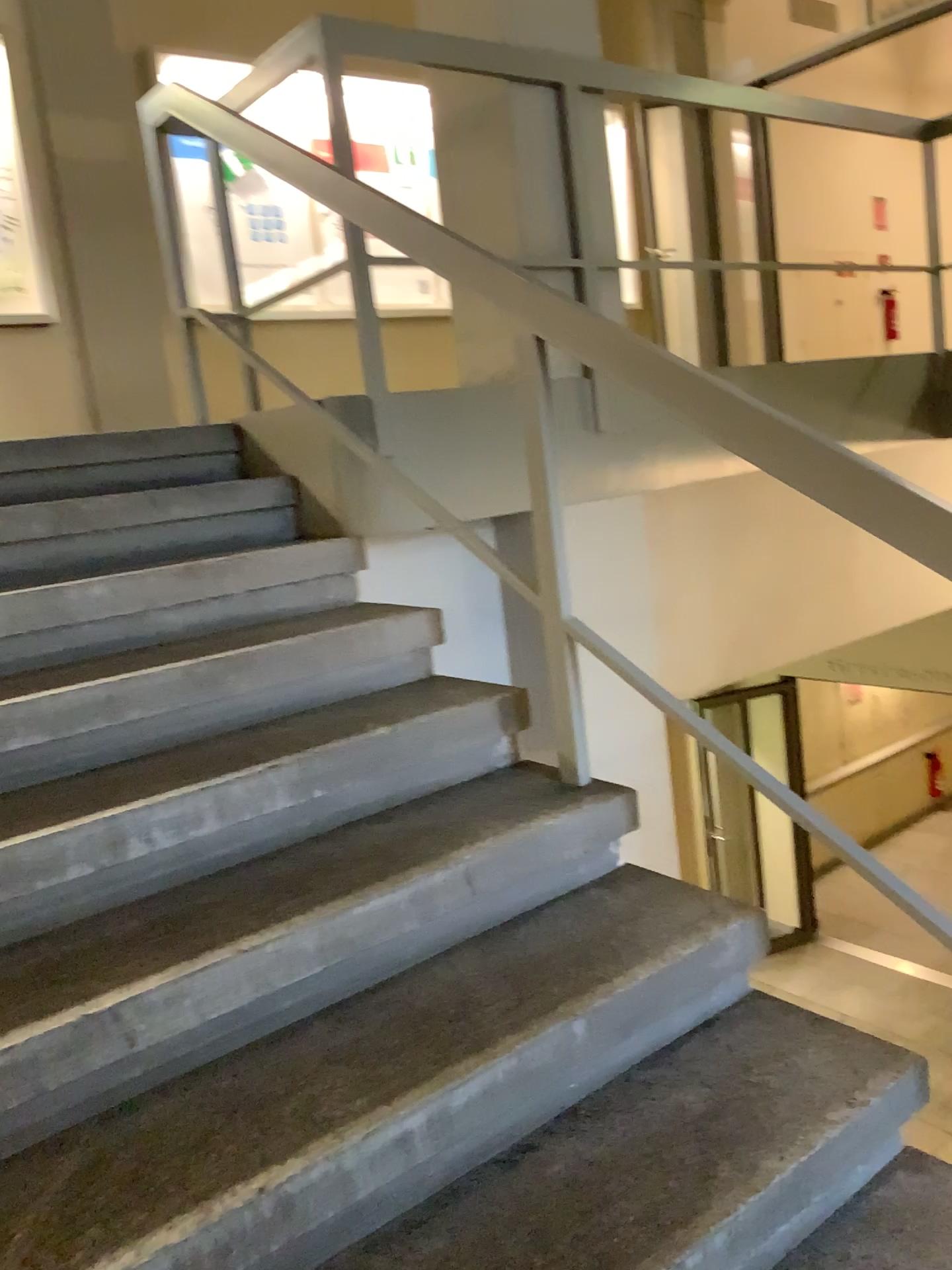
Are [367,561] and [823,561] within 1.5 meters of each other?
no
